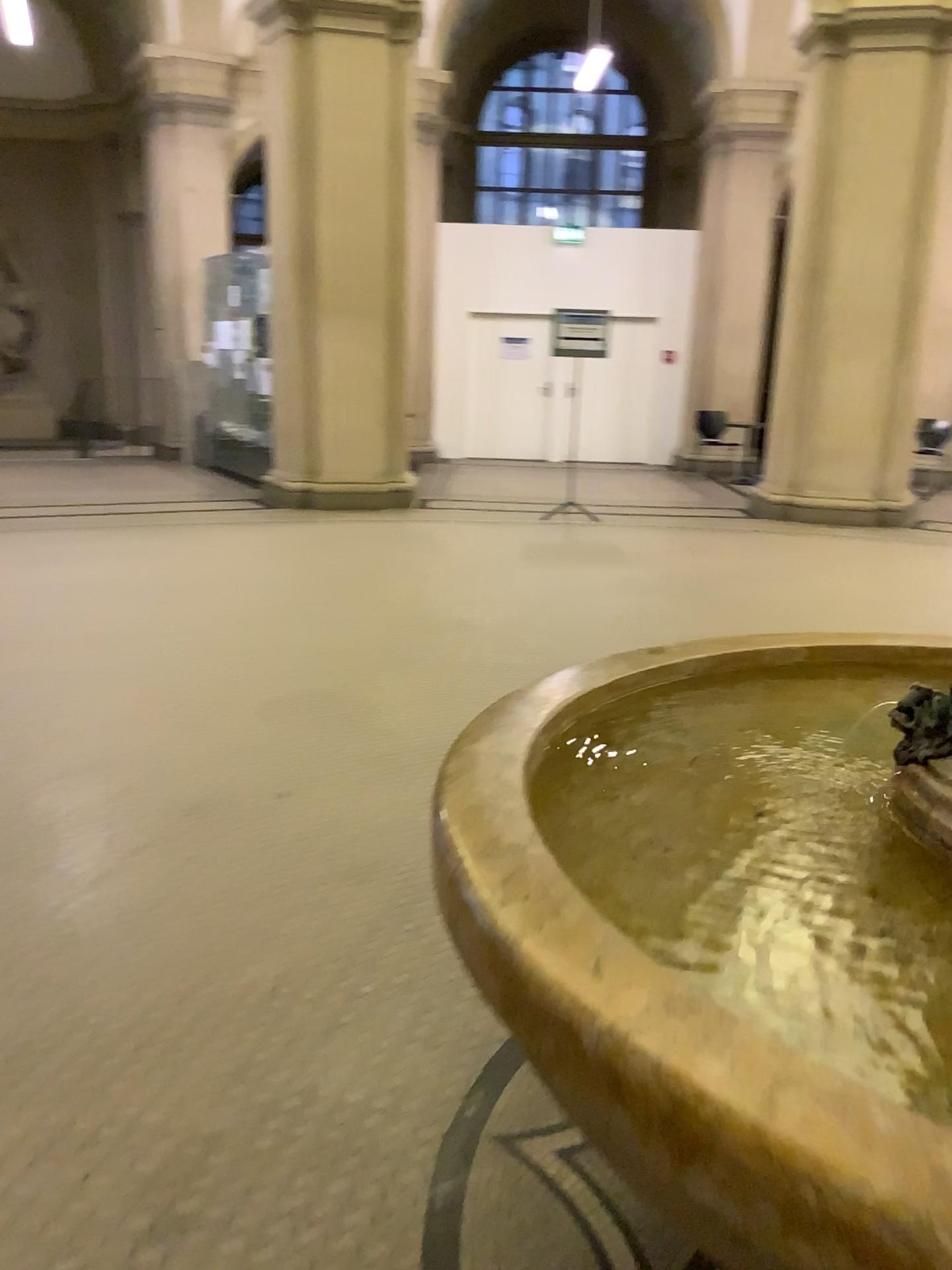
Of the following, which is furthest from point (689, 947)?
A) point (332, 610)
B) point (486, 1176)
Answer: point (332, 610)
